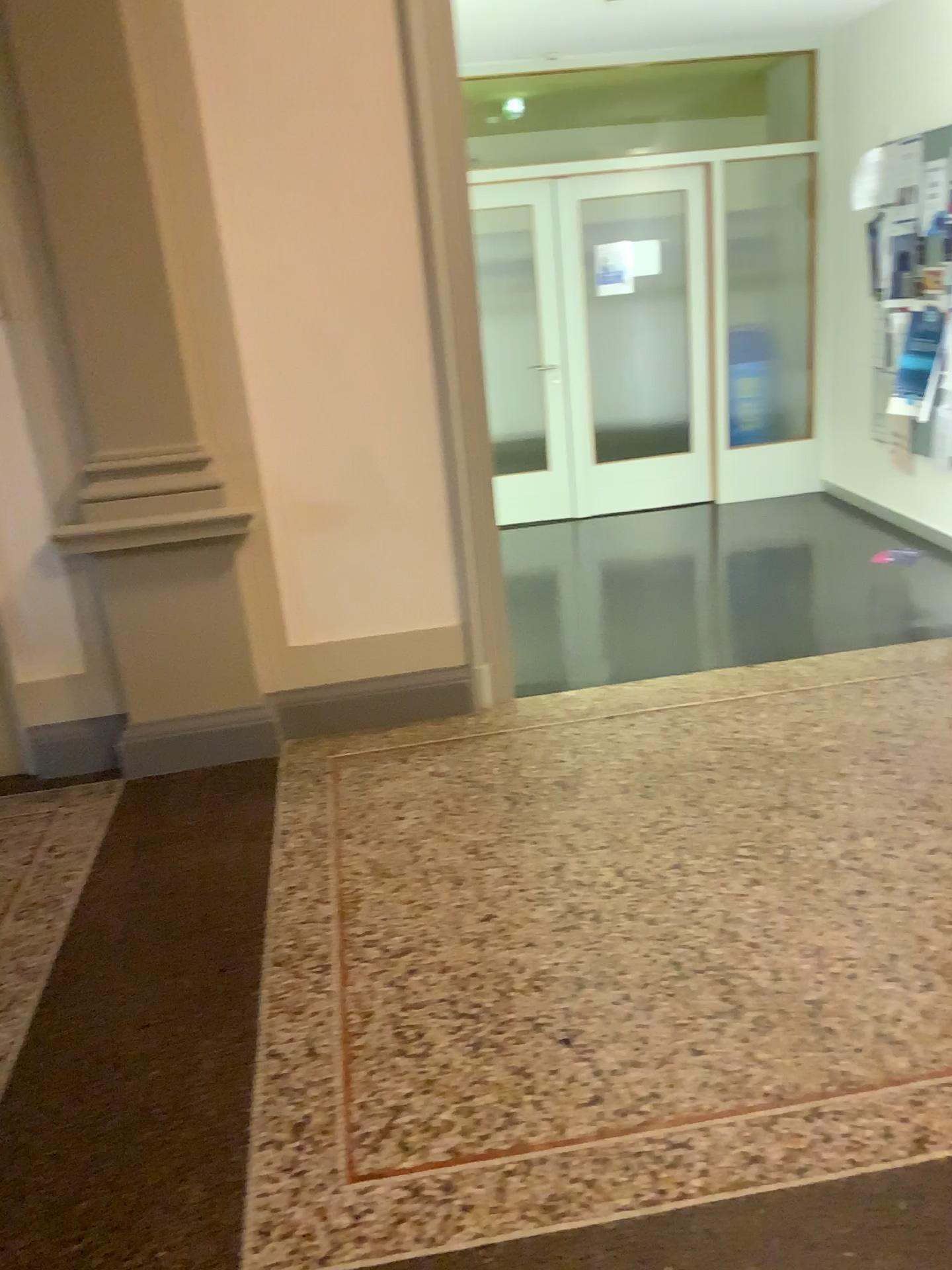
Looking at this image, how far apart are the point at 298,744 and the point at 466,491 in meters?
1.1 m
